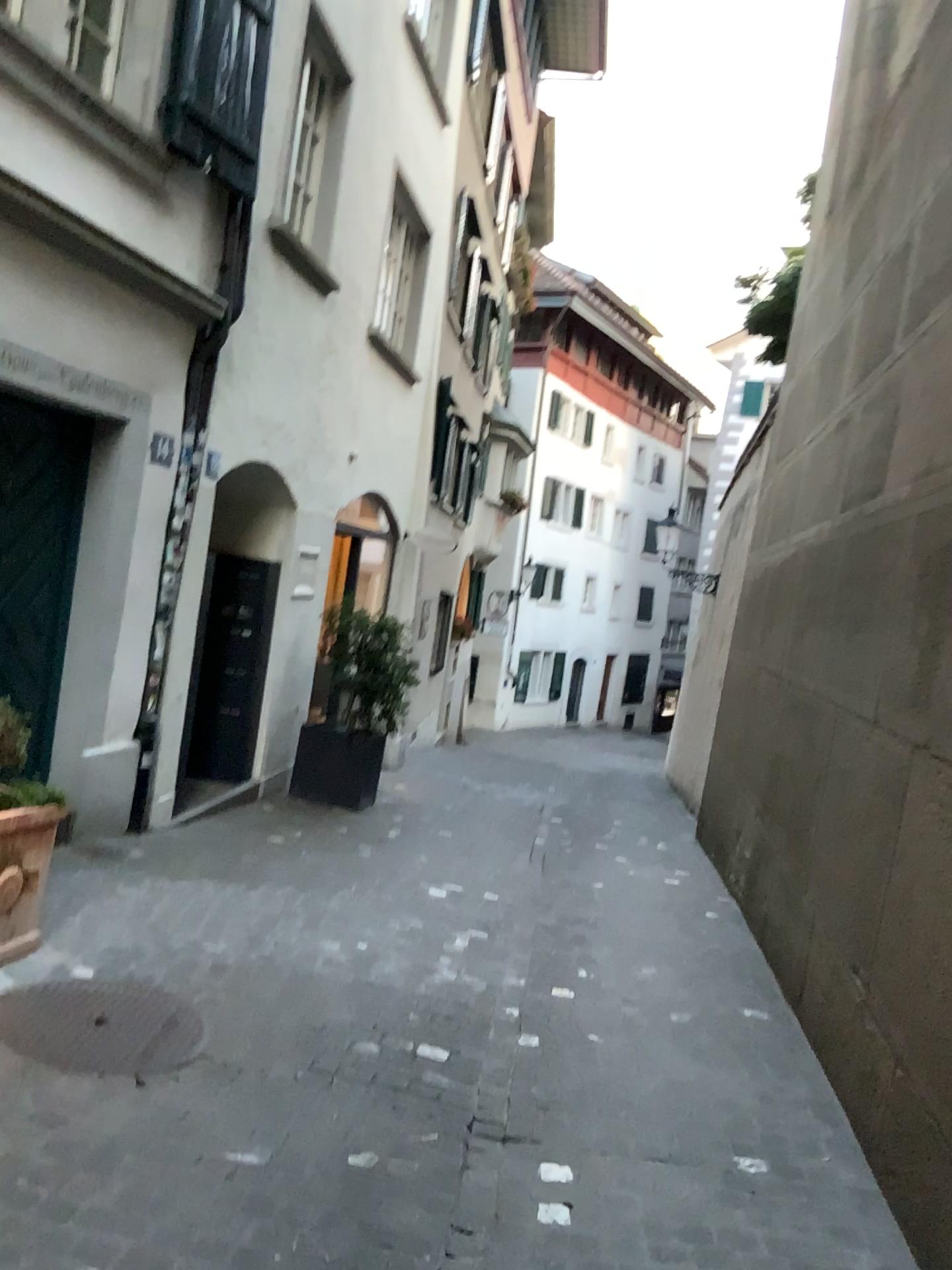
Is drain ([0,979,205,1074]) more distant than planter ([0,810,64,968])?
No

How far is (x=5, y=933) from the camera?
3.7m

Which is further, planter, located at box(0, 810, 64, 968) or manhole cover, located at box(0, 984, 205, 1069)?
planter, located at box(0, 810, 64, 968)

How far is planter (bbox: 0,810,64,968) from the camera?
3.74m

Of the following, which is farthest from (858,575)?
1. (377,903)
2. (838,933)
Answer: (377,903)

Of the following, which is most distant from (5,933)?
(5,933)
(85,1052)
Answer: (85,1052)

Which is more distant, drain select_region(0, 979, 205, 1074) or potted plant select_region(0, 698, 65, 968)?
potted plant select_region(0, 698, 65, 968)

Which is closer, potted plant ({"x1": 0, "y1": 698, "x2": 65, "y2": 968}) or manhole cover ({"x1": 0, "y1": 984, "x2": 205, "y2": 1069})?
manhole cover ({"x1": 0, "y1": 984, "x2": 205, "y2": 1069})

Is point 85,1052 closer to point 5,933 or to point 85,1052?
point 85,1052
